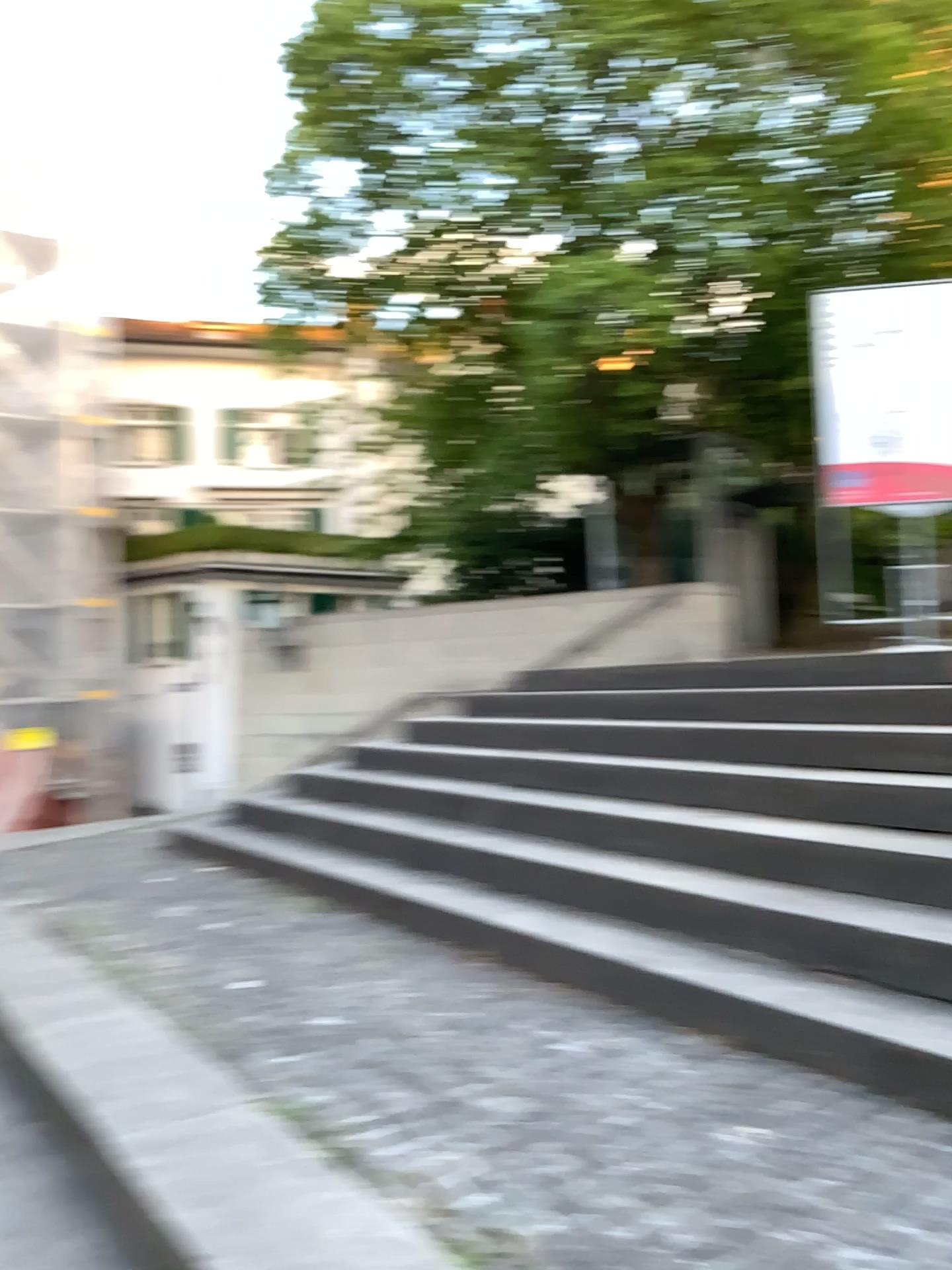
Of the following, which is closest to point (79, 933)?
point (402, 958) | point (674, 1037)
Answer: point (402, 958)
